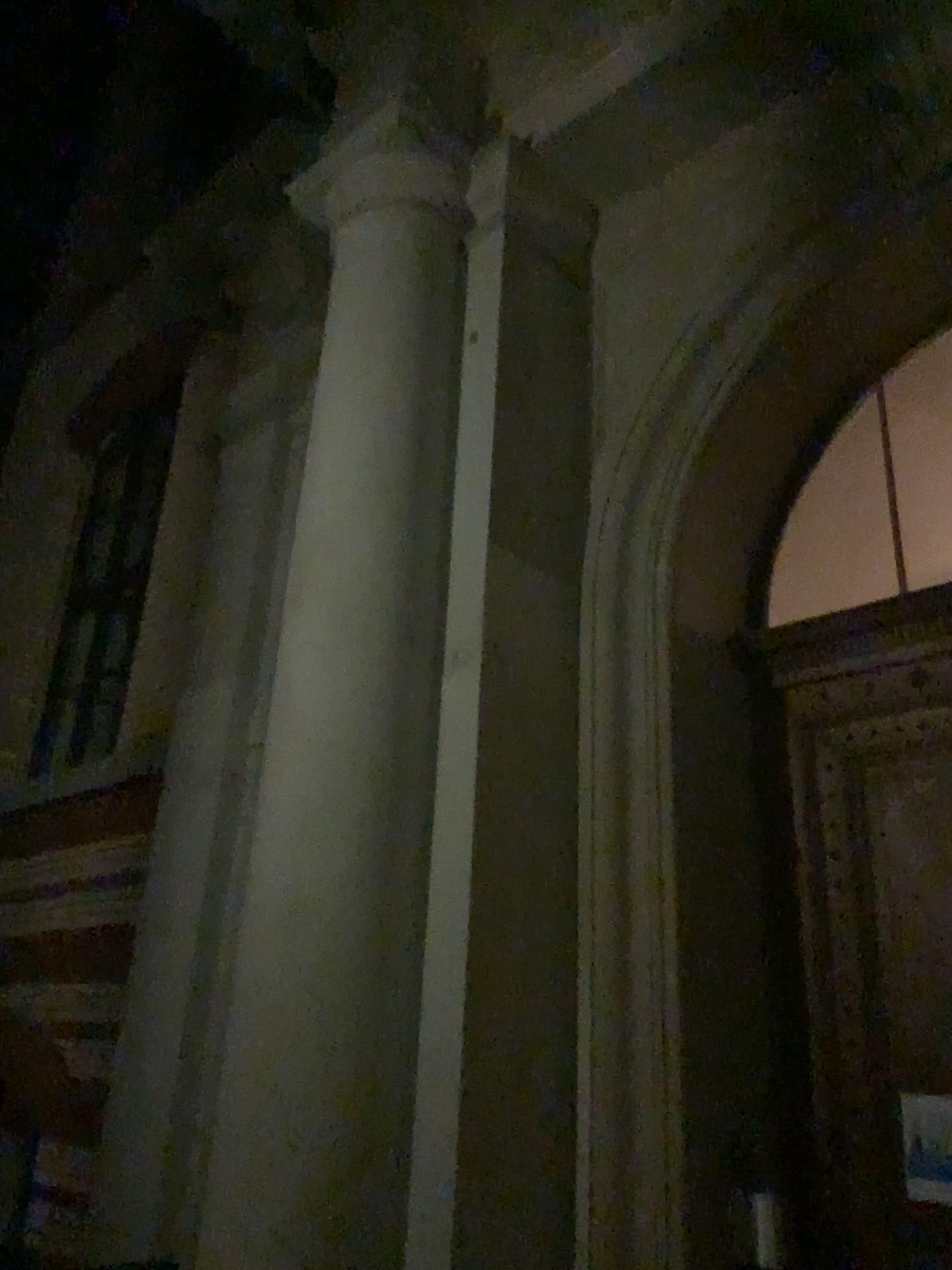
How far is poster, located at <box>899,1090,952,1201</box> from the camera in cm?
324

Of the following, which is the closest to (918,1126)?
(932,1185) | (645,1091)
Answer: (932,1185)

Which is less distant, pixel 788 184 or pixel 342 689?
pixel 342 689

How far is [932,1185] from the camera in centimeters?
324cm

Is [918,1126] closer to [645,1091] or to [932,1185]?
[932,1185]

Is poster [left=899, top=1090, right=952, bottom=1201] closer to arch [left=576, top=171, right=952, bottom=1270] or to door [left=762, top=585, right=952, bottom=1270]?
door [left=762, top=585, right=952, bottom=1270]

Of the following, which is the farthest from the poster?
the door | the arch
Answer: the arch
